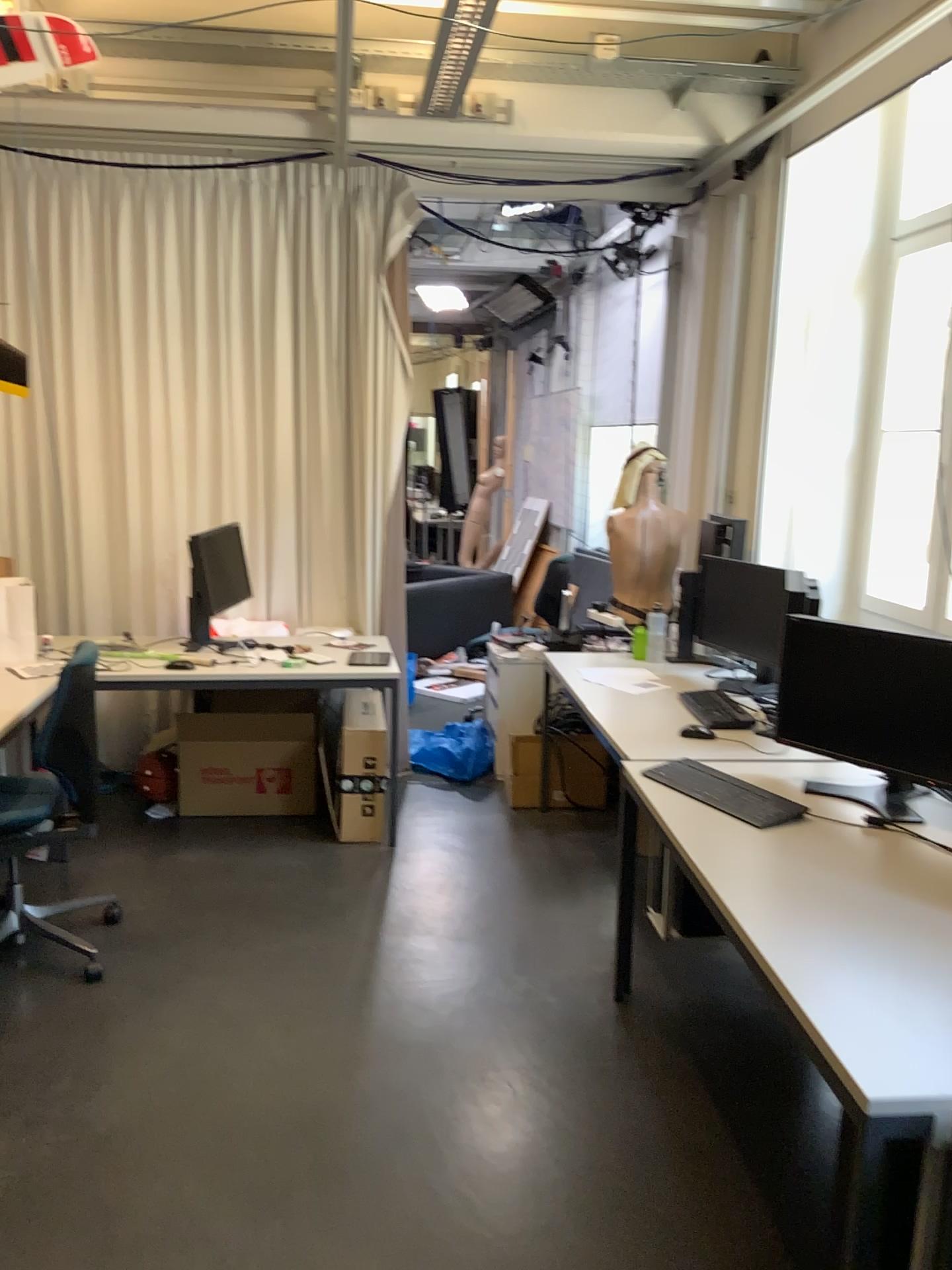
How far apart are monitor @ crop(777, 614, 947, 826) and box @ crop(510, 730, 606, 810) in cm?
181

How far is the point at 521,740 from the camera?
4.8m

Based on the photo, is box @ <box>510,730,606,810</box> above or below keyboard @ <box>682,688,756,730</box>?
below

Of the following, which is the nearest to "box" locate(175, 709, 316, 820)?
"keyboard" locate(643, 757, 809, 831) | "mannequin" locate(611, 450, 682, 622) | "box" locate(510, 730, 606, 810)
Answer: "box" locate(510, 730, 606, 810)

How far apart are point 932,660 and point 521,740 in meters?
2.4

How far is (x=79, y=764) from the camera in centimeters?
330cm

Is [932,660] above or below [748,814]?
above

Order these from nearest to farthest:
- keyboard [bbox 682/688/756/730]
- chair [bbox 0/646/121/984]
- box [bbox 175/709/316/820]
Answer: chair [bbox 0/646/121/984], keyboard [bbox 682/688/756/730], box [bbox 175/709/316/820]

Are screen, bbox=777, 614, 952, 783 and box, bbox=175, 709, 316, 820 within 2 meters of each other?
no

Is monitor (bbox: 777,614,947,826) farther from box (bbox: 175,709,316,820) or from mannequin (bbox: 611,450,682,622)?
box (bbox: 175,709,316,820)
